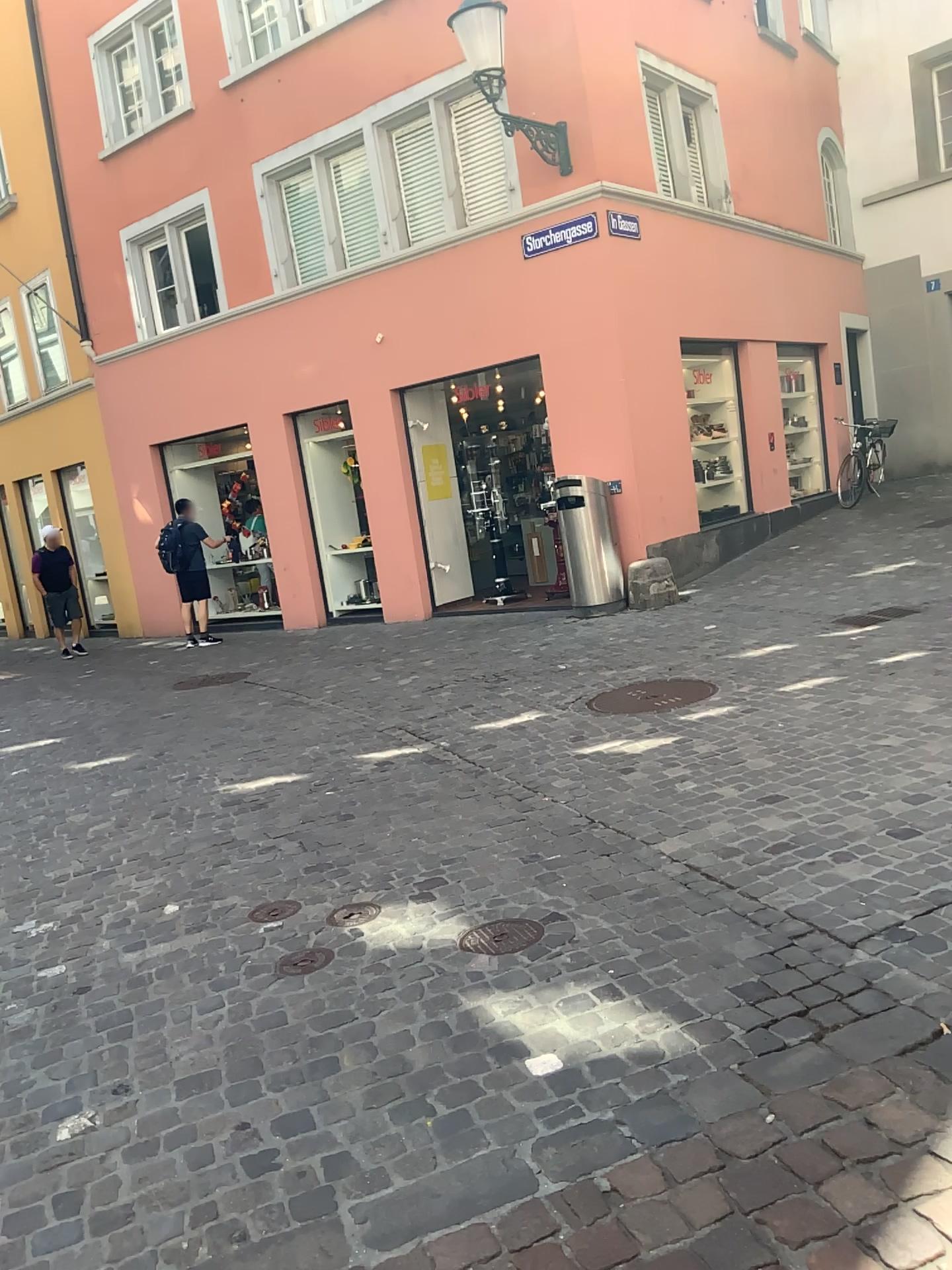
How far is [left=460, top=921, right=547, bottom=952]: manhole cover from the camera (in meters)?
3.08

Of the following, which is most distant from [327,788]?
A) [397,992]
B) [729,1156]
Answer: [729,1156]

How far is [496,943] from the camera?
3.1m
